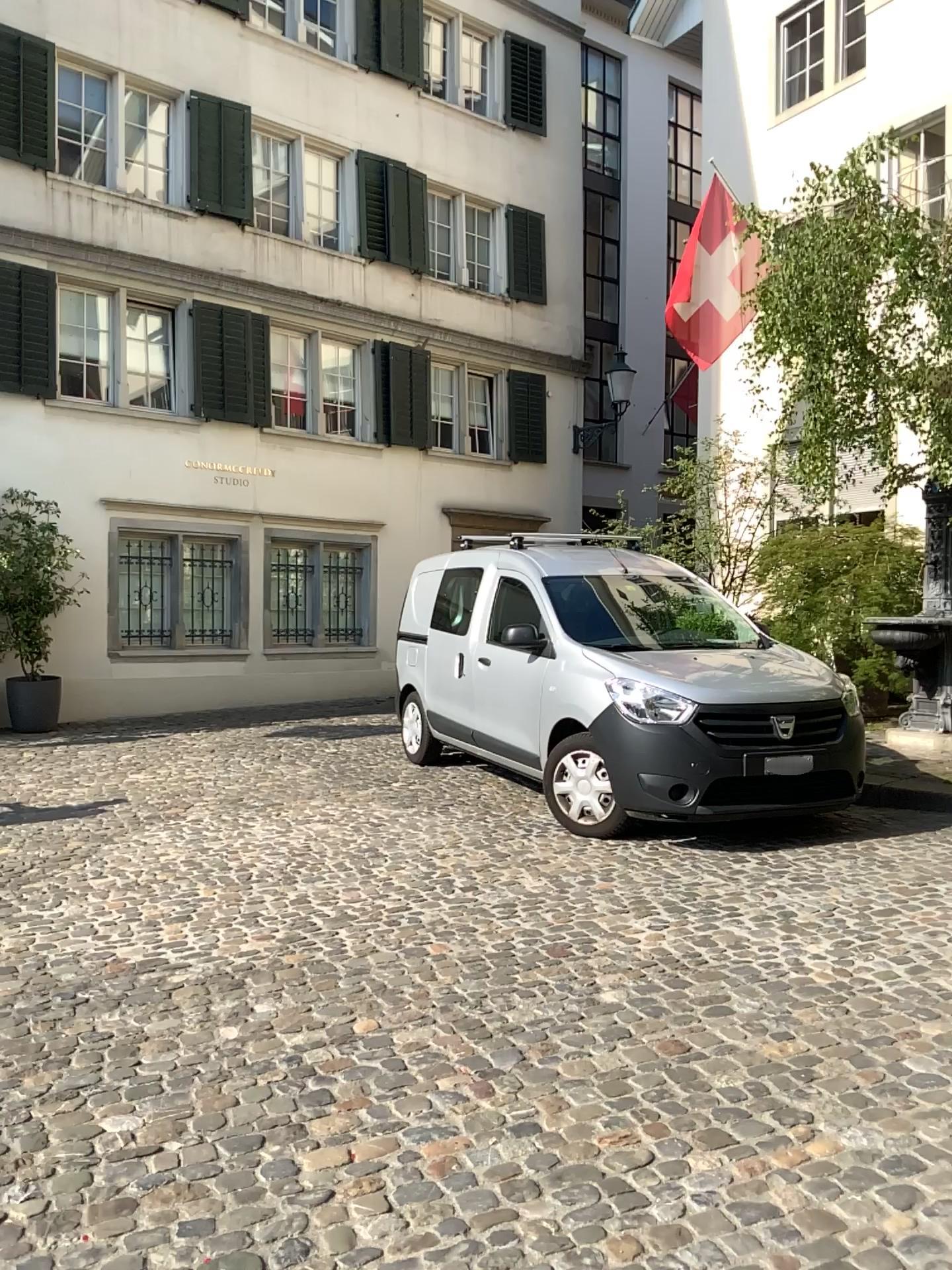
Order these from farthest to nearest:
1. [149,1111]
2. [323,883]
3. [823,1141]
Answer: [323,883] < [149,1111] < [823,1141]
